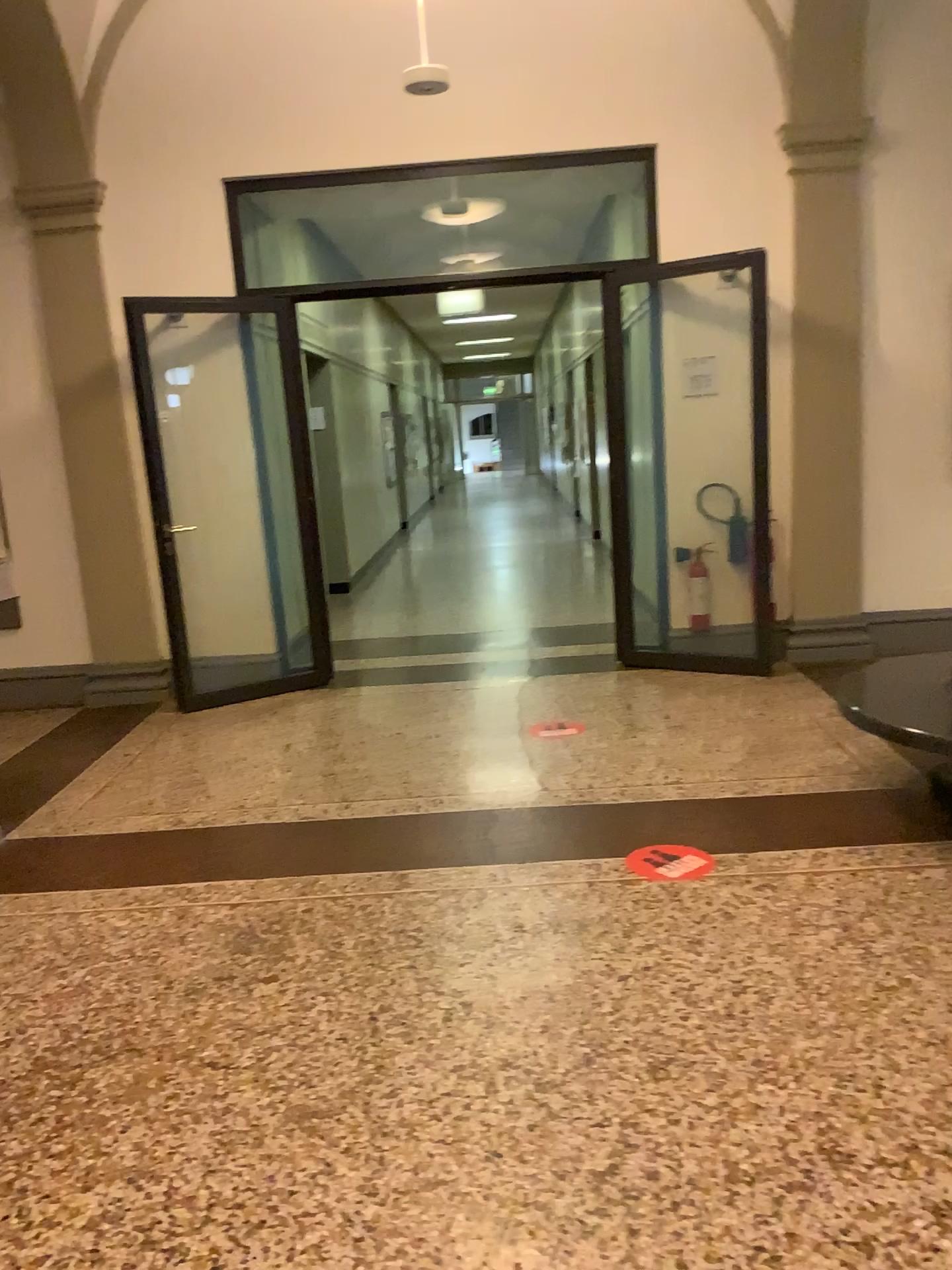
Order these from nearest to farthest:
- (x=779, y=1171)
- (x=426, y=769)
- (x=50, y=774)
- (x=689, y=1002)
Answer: (x=779, y=1171) < (x=689, y=1002) < (x=426, y=769) < (x=50, y=774)

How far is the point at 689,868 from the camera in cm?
350

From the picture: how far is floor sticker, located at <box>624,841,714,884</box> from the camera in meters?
3.5

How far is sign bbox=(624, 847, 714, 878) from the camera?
3.49m

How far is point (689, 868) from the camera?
3.5m
